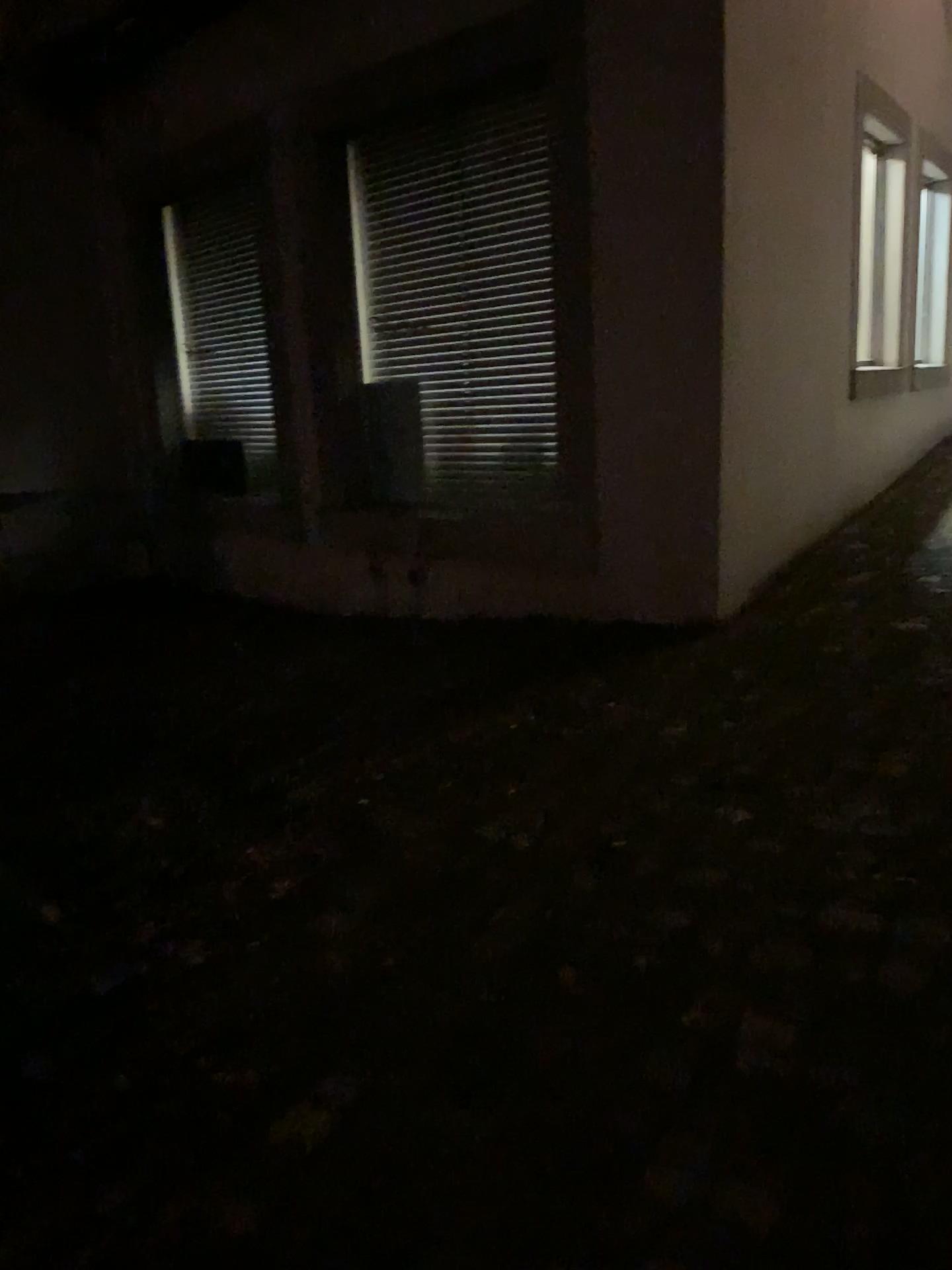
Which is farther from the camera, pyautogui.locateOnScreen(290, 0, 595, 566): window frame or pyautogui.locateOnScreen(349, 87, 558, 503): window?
pyautogui.locateOnScreen(349, 87, 558, 503): window

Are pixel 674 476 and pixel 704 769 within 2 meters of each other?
yes

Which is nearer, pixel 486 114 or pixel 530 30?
pixel 530 30
